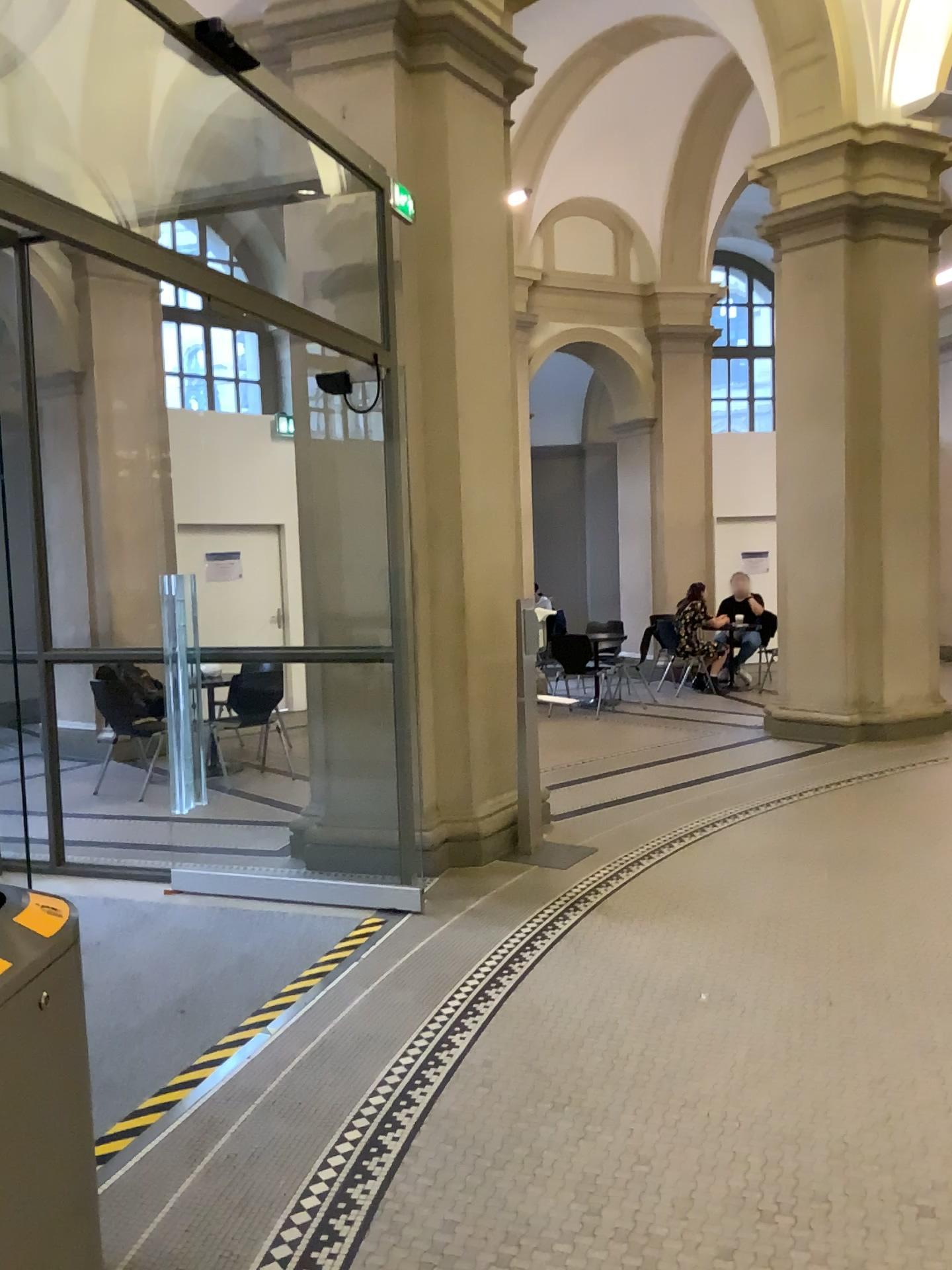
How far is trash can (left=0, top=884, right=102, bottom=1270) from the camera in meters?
1.6 m

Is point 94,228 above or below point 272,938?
above

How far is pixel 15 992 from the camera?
1.6m
